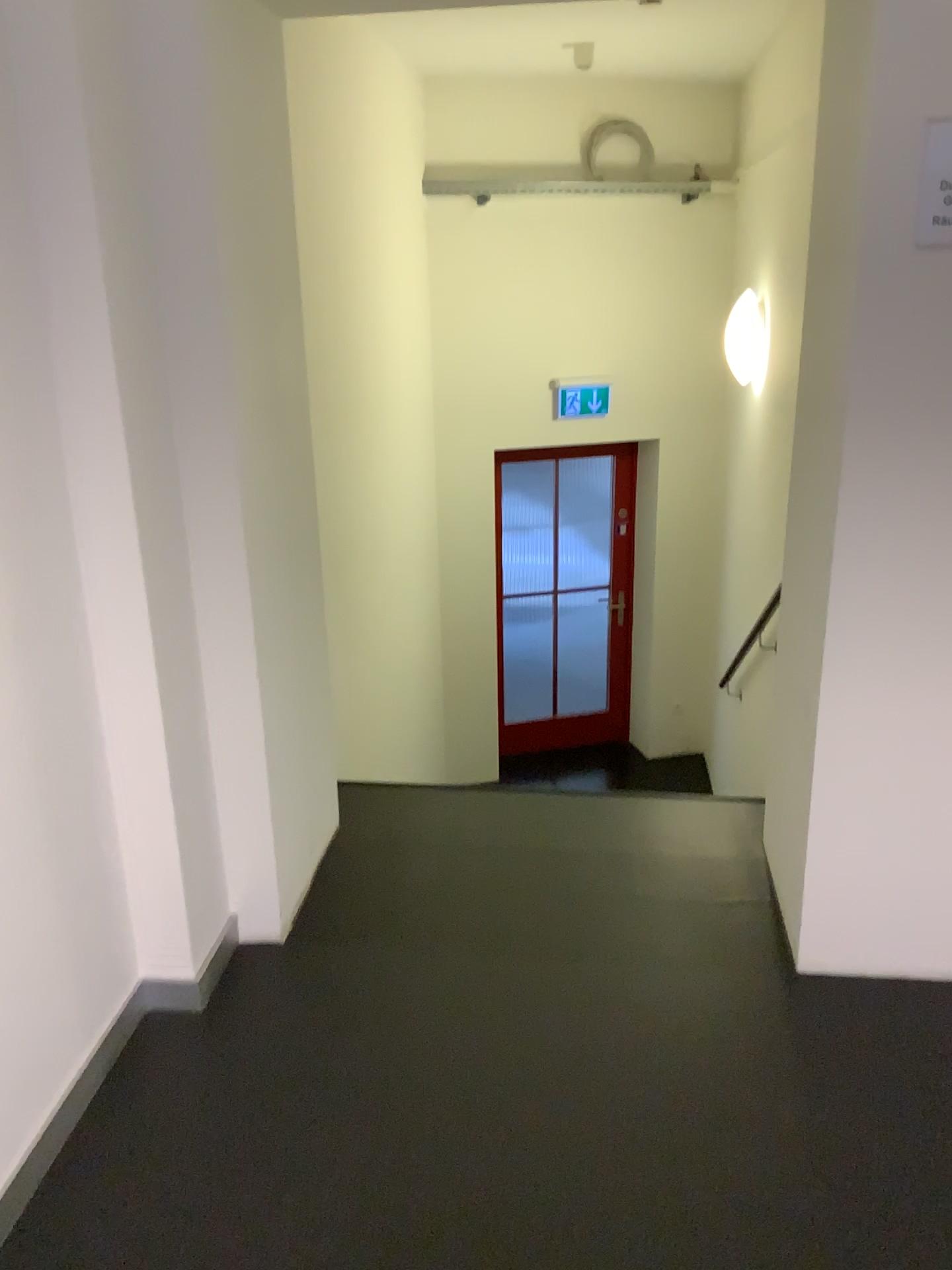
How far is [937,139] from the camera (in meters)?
1.85

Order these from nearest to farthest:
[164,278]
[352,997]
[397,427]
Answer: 1. [164,278]
2. [352,997]
3. [397,427]

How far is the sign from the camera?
1.8m
